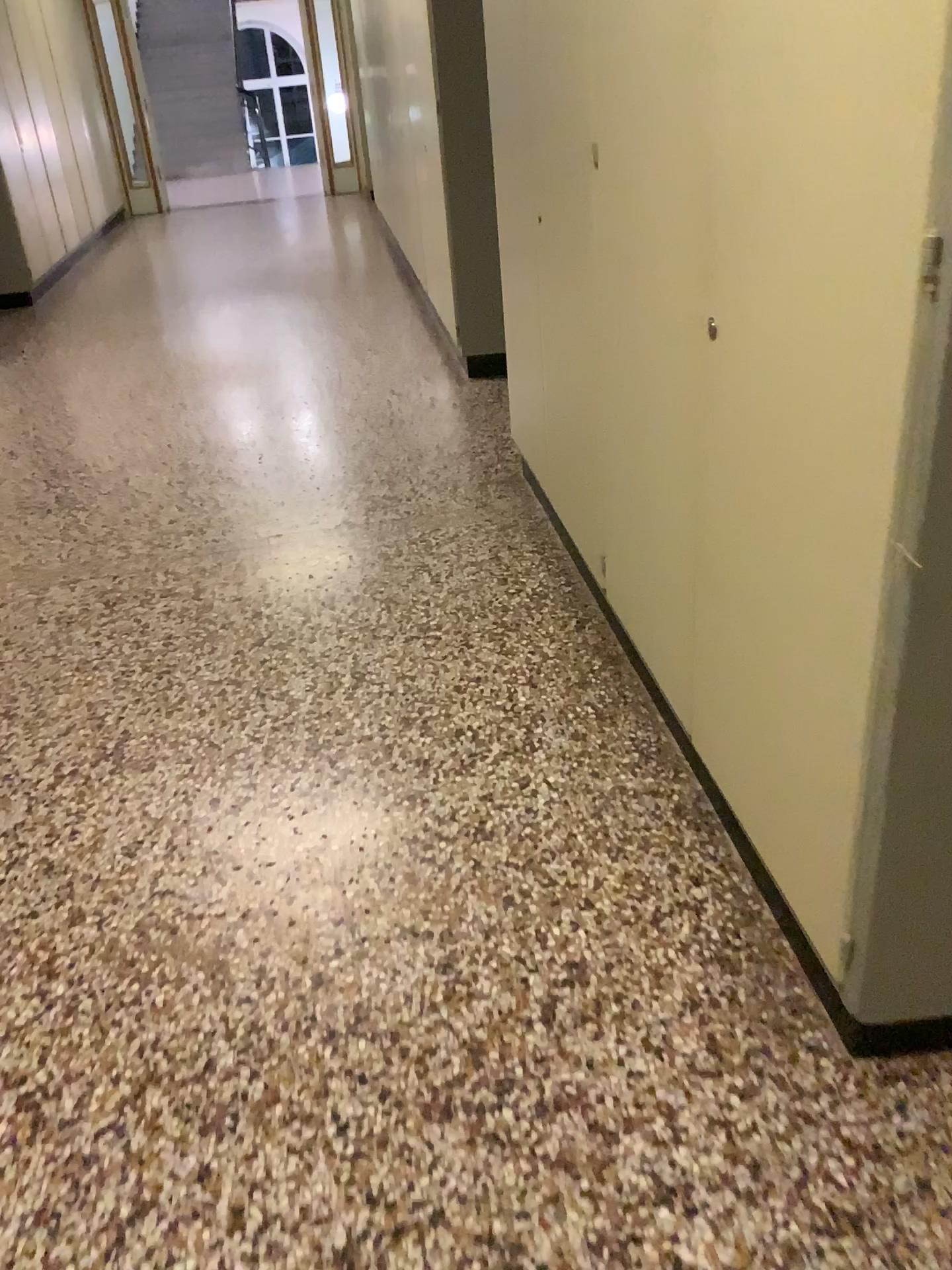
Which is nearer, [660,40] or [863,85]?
[863,85]

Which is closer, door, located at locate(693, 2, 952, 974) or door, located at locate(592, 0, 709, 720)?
door, located at locate(693, 2, 952, 974)

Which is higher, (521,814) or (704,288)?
(704,288)
